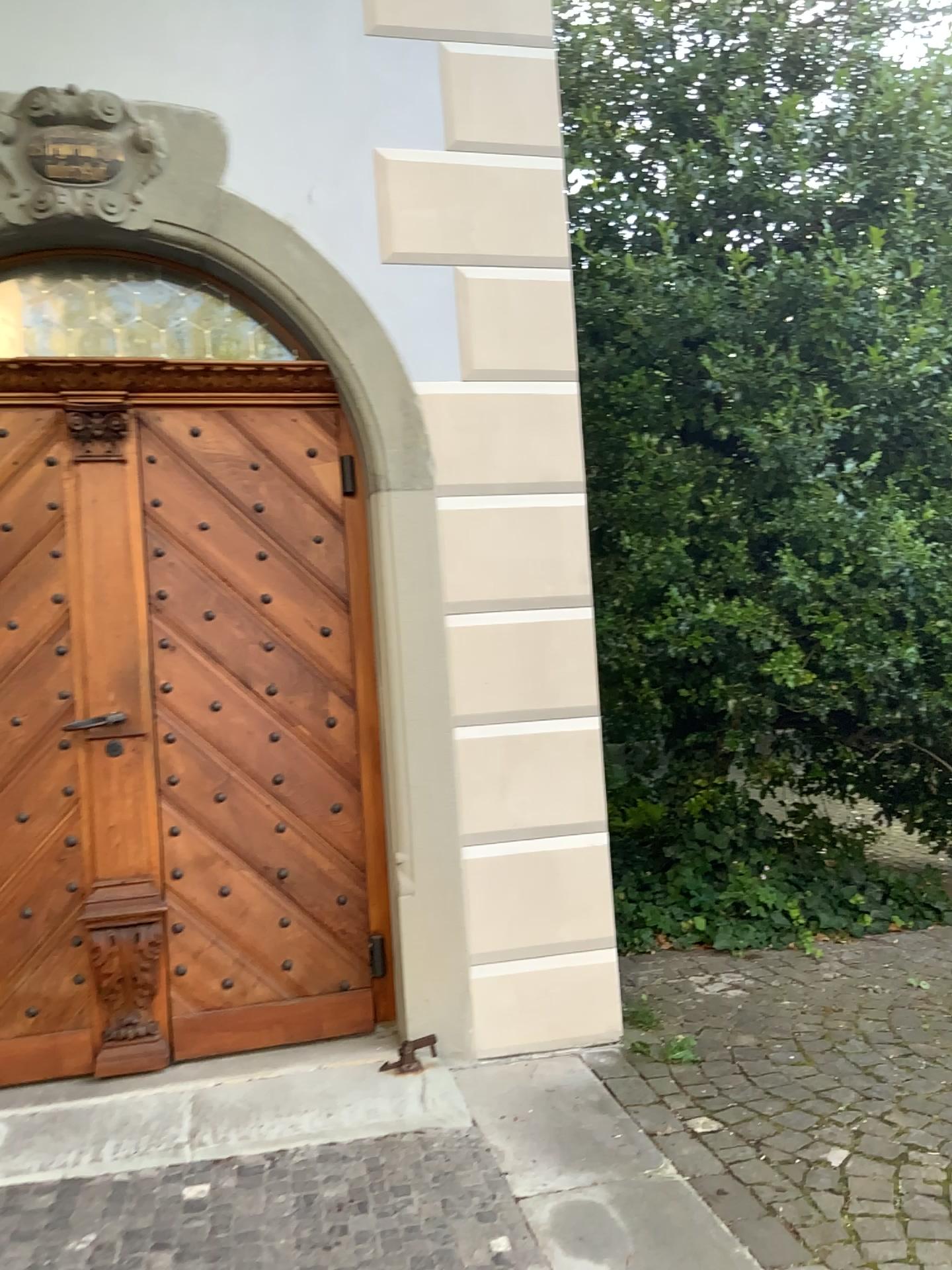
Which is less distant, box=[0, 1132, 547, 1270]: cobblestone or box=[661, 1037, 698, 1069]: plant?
box=[0, 1132, 547, 1270]: cobblestone

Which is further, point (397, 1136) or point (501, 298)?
point (501, 298)

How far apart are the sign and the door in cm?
66

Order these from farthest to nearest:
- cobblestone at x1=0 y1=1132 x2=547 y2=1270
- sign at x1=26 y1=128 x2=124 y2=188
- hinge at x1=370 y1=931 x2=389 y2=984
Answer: hinge at x1=370 y1=931 x2=389 y2=984 → sign at x1=26 y1=128 x2=124 y2=188 → cobblestone at x1=0 y1=1132 x2=547 y2=1270

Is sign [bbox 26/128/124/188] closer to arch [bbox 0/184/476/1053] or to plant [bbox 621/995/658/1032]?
arch [bbox 0/184/476/1053]

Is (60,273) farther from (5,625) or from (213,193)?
(5,625)

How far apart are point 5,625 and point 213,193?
1.47m

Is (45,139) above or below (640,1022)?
above

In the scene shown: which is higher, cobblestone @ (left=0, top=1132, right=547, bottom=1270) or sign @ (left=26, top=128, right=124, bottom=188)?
sign @ (left=26, top=128, right=124, bottom=188)

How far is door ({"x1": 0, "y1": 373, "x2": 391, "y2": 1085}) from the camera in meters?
3.2
